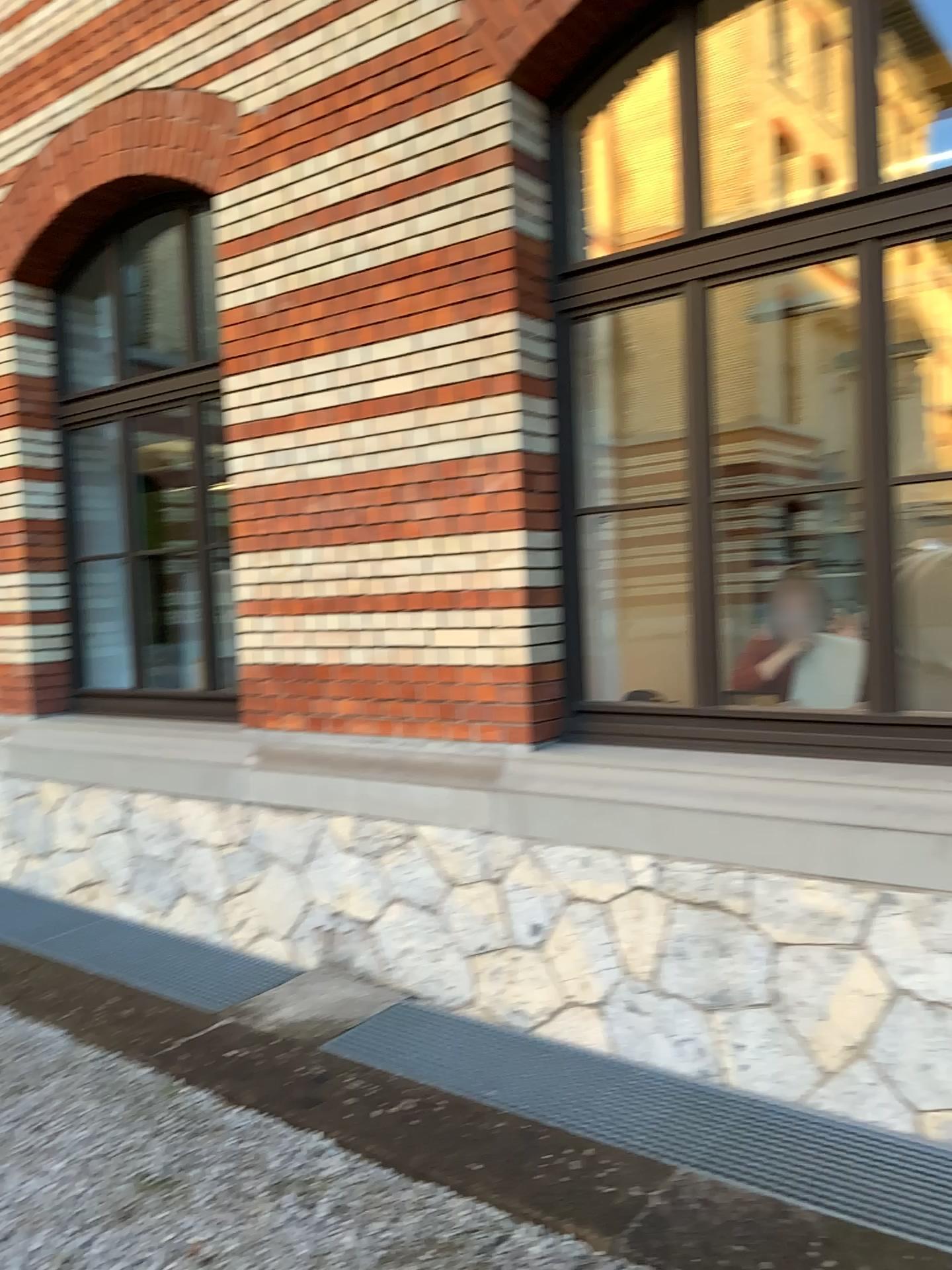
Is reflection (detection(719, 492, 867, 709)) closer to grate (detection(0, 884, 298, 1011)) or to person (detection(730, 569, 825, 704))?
person (detection(730, 569, 825, 704))

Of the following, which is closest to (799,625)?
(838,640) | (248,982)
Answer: (838,640)

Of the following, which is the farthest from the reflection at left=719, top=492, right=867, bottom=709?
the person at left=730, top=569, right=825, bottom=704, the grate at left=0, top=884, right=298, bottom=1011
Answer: the grate at left=0, top=884, right=298, bottom=1011

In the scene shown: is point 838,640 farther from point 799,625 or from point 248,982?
point 248,982

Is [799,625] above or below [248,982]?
above

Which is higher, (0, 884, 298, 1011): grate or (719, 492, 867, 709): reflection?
(719, 492, 867, 709): reflection

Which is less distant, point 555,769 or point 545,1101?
point 545,1101

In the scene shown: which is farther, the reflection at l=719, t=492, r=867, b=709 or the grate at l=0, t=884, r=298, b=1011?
the grate at l=0, t=884, r=298, b=1011

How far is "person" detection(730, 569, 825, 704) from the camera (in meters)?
3.92

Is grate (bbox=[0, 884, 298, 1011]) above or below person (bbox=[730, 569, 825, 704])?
below
